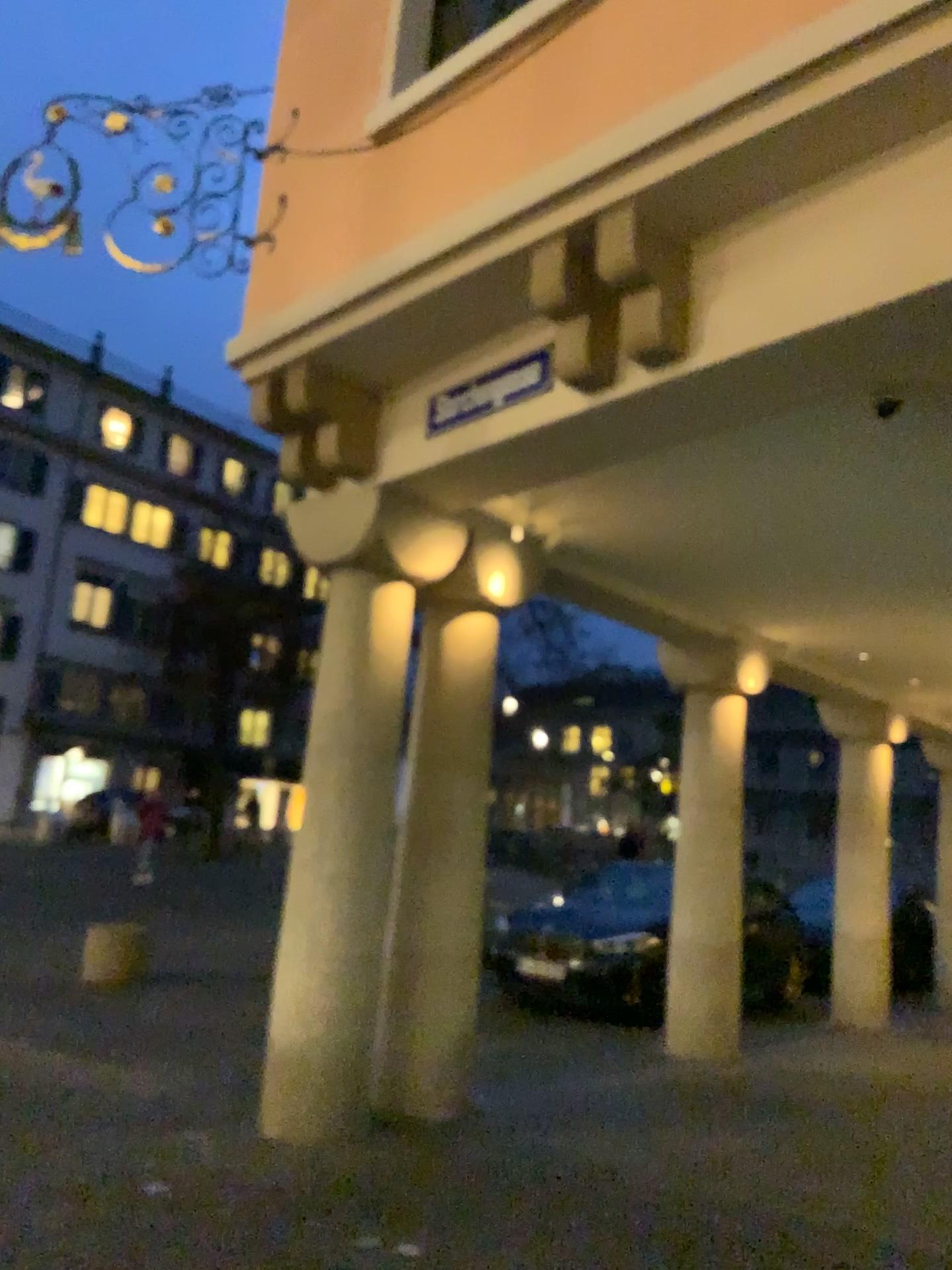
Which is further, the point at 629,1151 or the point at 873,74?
the point at 629,1151
